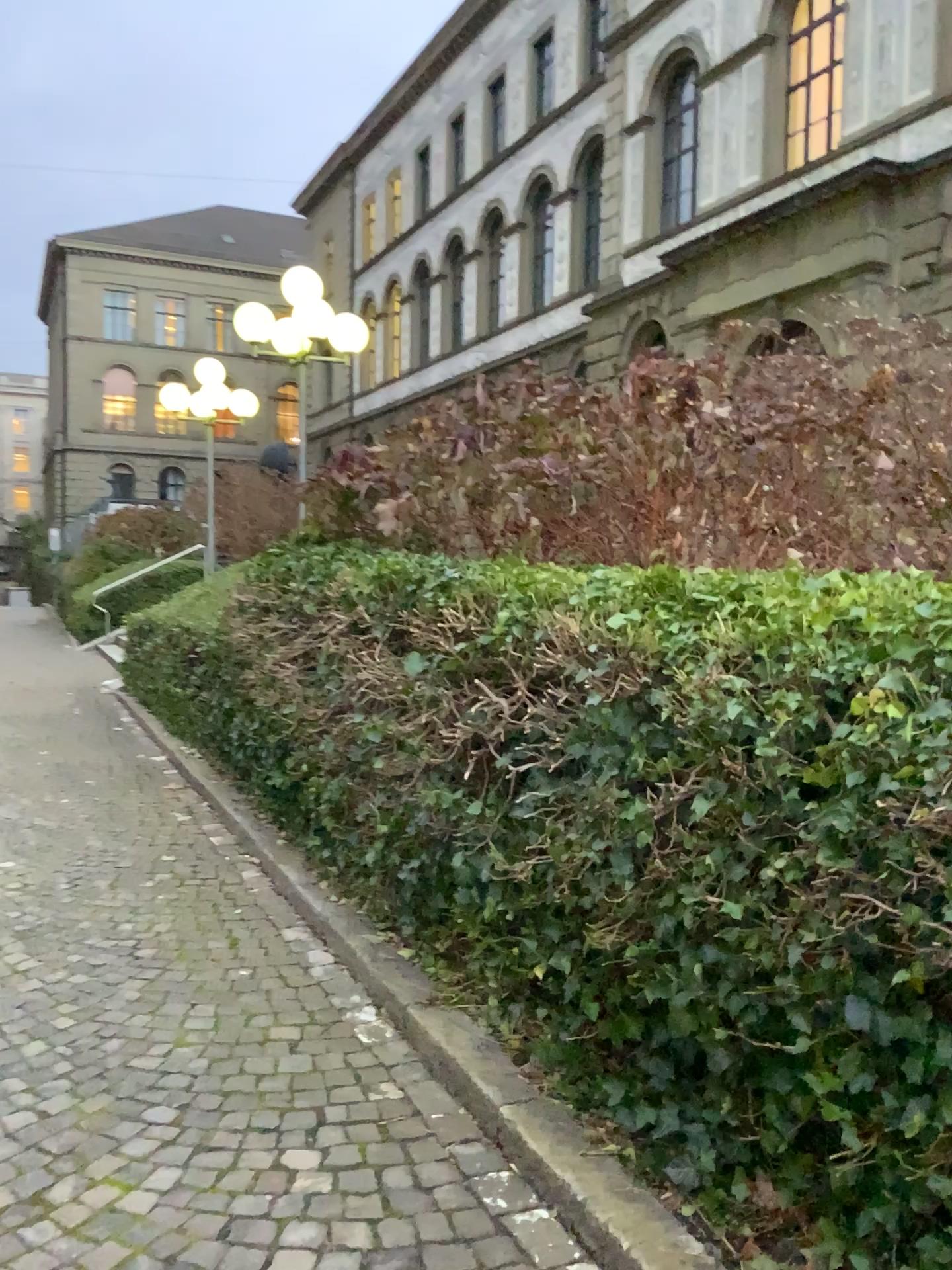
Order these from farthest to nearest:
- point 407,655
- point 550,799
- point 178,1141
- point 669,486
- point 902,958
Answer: point 669,486, point 407,655, point 550,799, point 178,1141, point 902,958
